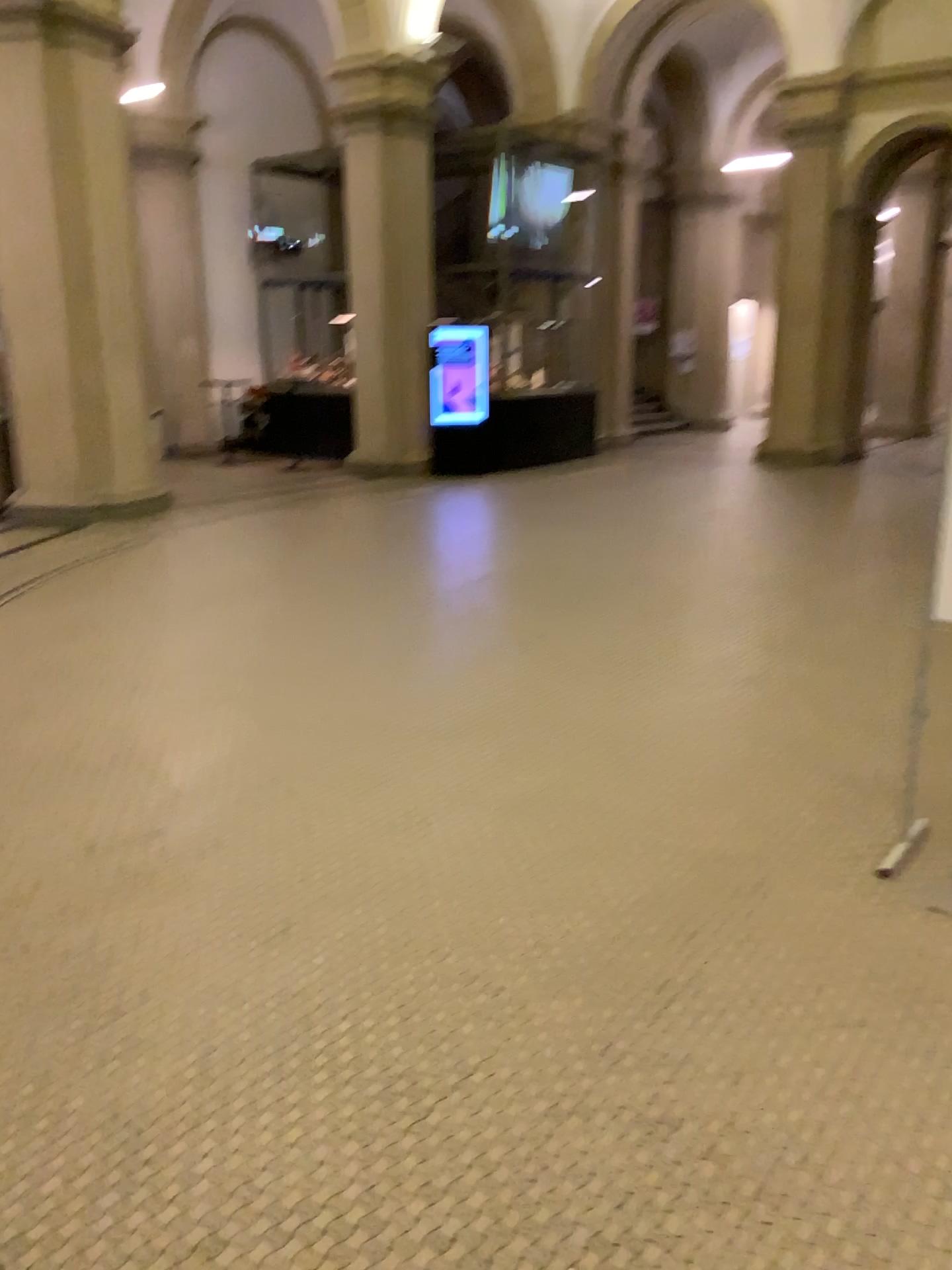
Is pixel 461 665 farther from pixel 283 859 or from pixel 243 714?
pixel 283 859
